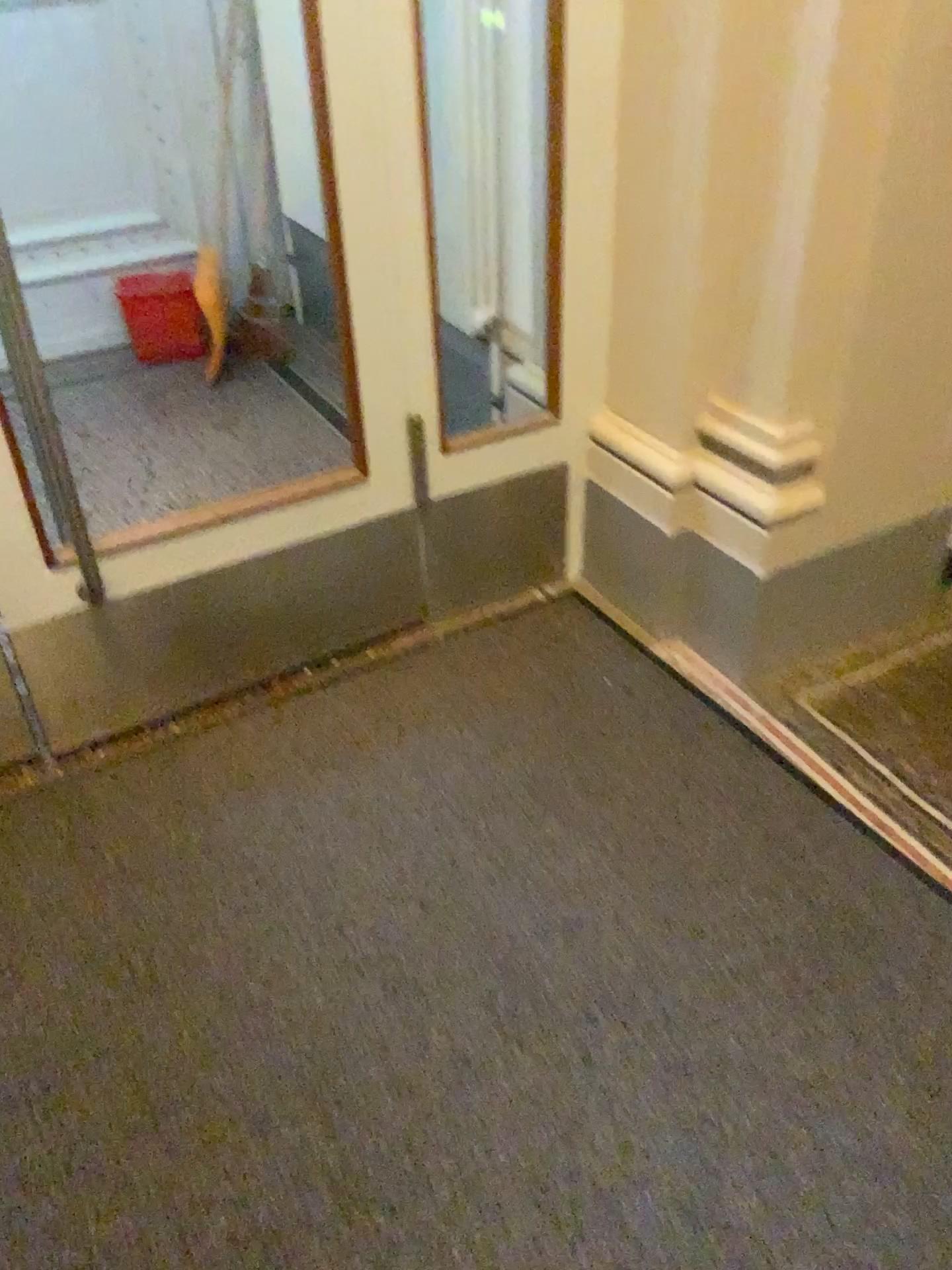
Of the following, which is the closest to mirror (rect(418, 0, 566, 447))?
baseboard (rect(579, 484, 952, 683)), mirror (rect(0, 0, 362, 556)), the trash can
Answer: baseboard (rect(579, 484, 952, 683))

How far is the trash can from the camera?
3.7m

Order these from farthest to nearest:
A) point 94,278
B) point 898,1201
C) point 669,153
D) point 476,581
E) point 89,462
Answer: point 94,278, point 89,462, point 476,581, point 669,153, point 898,1201

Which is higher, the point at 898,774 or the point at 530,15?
the point at 530,15

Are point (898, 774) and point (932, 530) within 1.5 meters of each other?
yes

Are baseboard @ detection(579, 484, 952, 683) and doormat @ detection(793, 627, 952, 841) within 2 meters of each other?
yes

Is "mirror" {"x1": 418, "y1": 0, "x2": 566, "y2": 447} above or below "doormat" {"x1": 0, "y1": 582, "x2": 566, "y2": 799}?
above

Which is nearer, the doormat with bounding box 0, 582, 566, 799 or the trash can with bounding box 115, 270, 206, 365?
the doormat with bounding box 0, 582, 566, 799

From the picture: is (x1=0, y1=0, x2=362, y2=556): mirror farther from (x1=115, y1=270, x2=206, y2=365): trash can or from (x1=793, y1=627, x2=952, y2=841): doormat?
(x1=793, y1=627, x2=952, y2=841): doormat

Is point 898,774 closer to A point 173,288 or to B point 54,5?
A point 173,288
